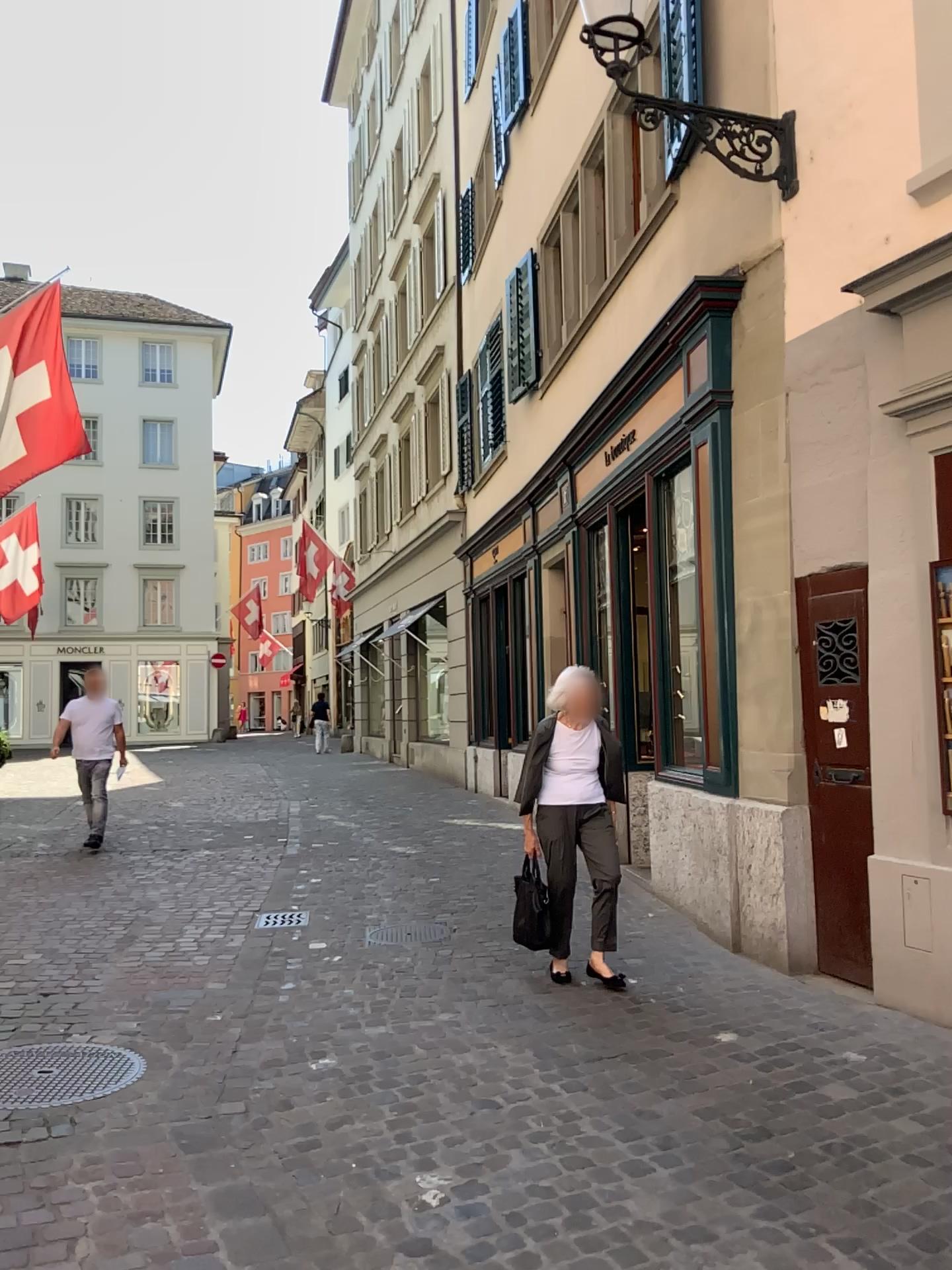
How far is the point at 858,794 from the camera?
4.6 meters

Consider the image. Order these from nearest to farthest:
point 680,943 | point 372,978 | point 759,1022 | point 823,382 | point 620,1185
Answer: point 620,1185
point 759,1022
point 823,382
point 372,978
point 680,943

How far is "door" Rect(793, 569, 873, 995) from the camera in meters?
4.6
